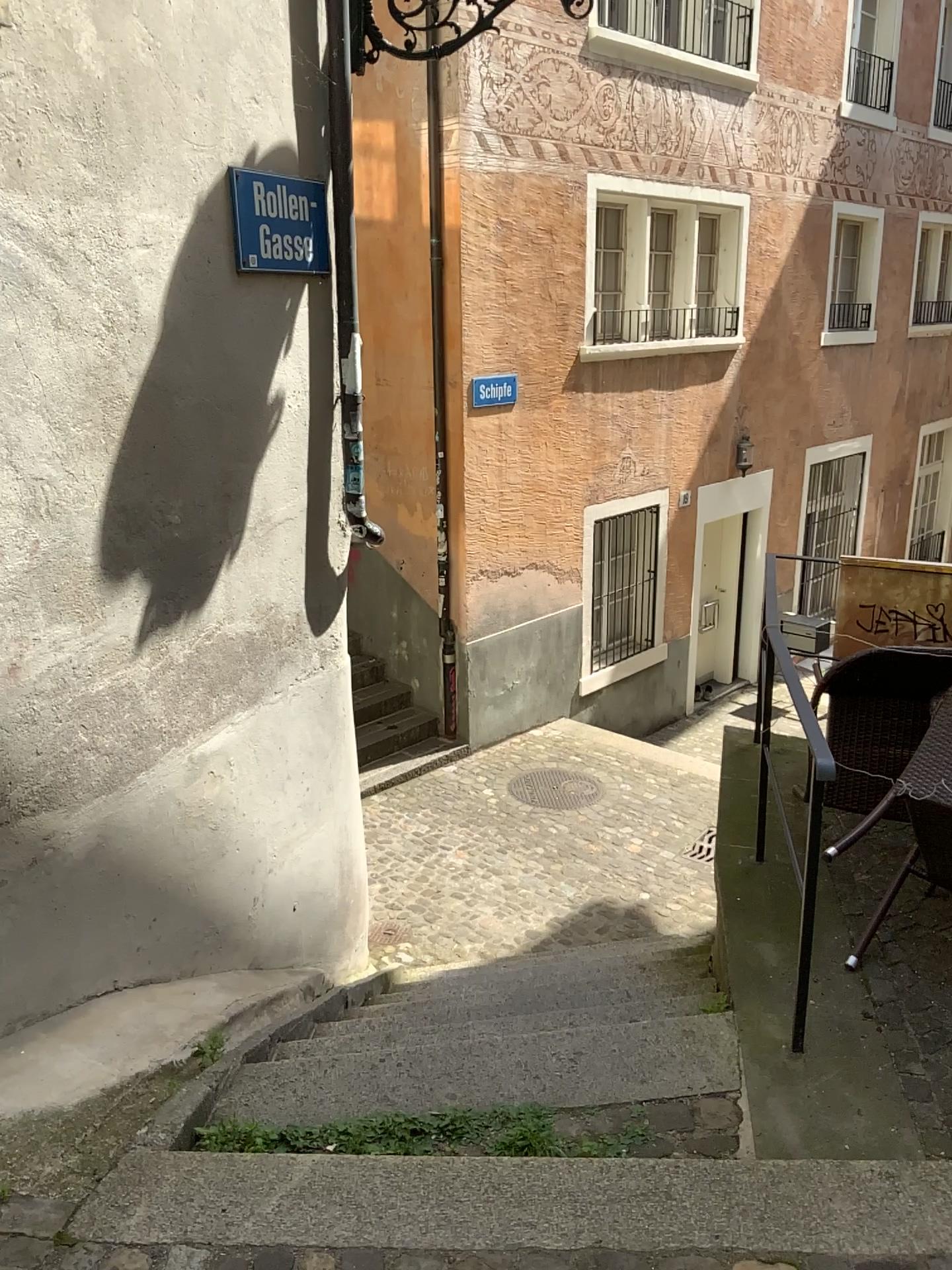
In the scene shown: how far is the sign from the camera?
3.27m

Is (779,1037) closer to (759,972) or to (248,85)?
(759,972)

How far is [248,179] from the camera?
3.3 meters
